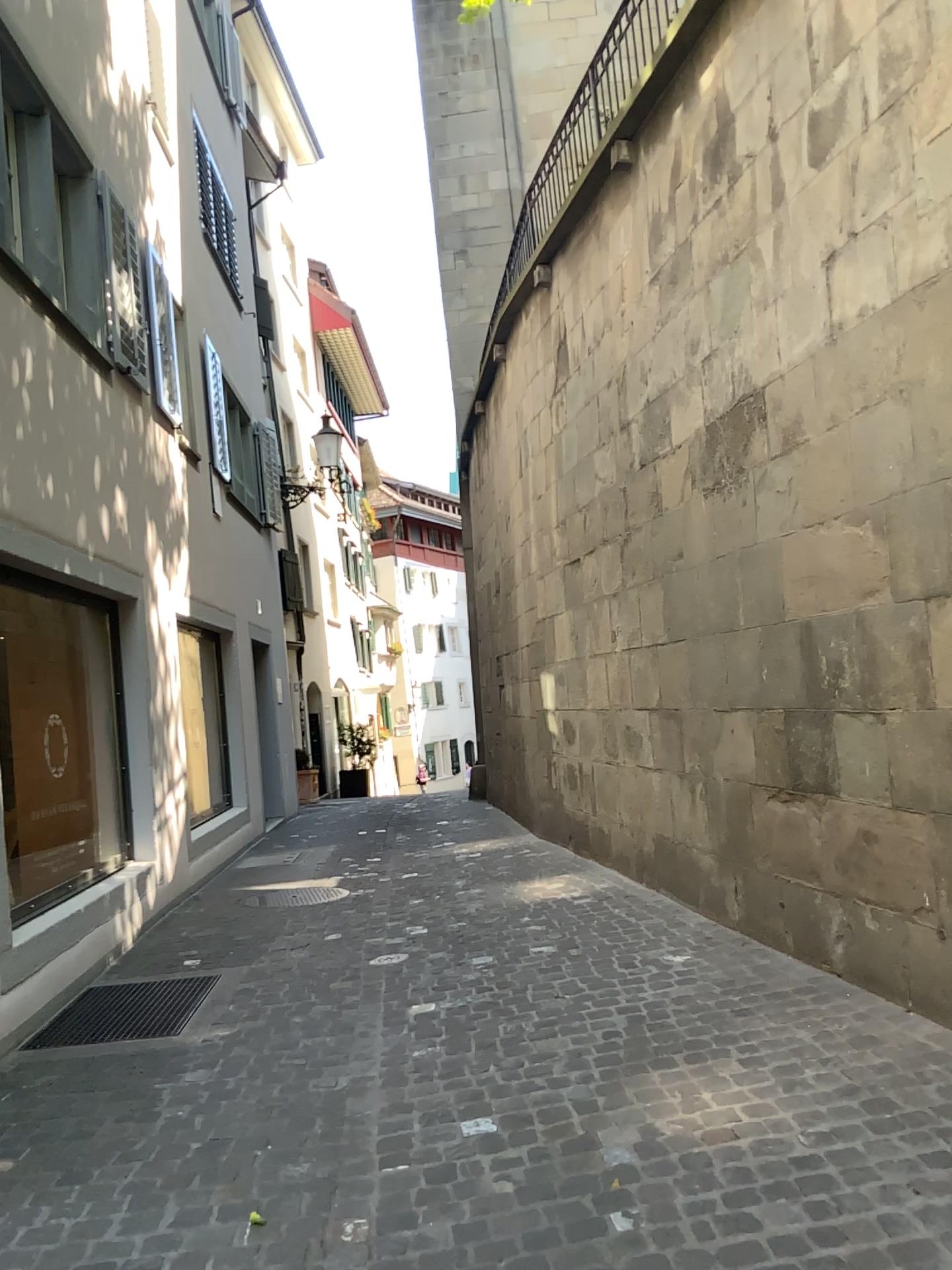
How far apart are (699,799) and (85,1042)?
3.0 meters
